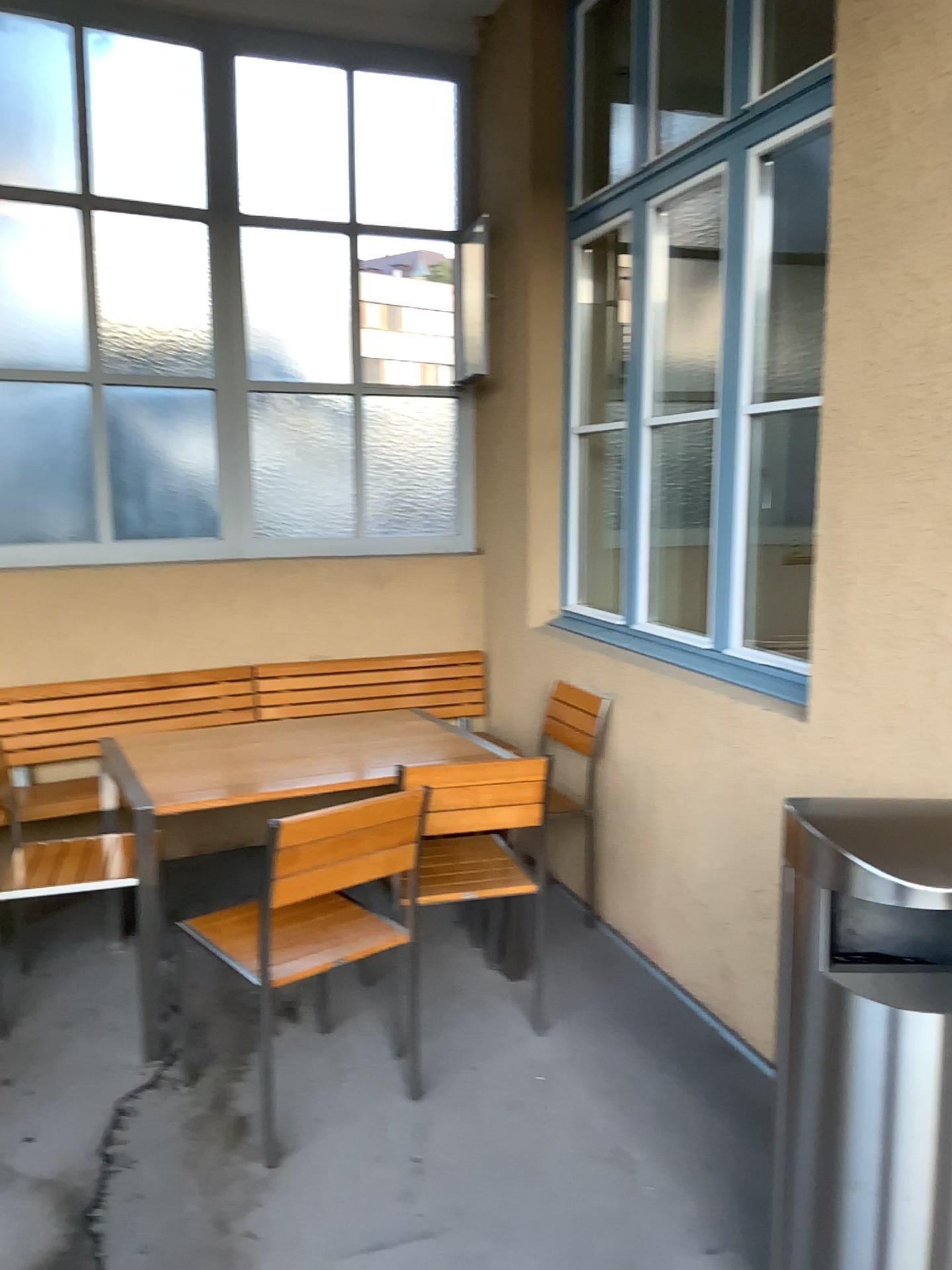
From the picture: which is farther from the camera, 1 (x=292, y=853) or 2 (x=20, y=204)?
2 (x=20, y=204)

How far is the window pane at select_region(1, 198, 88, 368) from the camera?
4.1 meters

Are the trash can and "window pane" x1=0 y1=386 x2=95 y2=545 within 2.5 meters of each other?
no

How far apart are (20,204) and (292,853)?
3.1m

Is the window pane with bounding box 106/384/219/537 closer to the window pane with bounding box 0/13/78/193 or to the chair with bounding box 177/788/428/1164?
the window pane with bounding box 0/13/78/193

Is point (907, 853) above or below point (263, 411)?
below

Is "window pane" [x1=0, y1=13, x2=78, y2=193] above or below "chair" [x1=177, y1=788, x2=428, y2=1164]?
above

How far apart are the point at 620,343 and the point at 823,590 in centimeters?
214cm

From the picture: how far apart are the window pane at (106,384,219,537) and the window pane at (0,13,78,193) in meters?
0.8 m

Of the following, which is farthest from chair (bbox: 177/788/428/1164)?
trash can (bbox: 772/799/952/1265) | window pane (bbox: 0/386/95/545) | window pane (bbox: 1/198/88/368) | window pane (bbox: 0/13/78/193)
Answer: window pane (bbox: 0/13/78/193)
